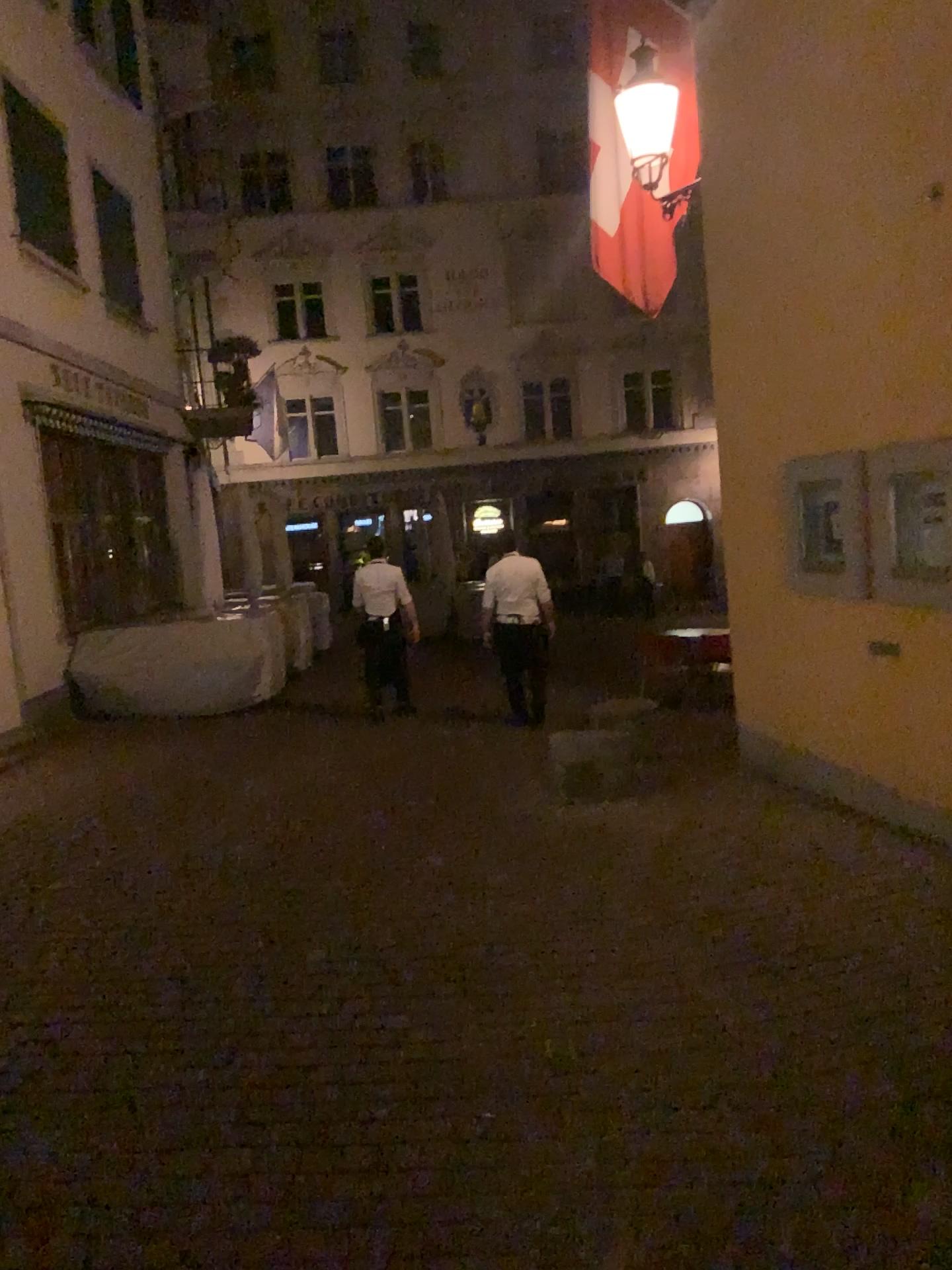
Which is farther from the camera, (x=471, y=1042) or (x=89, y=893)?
(x=89, y=893)
